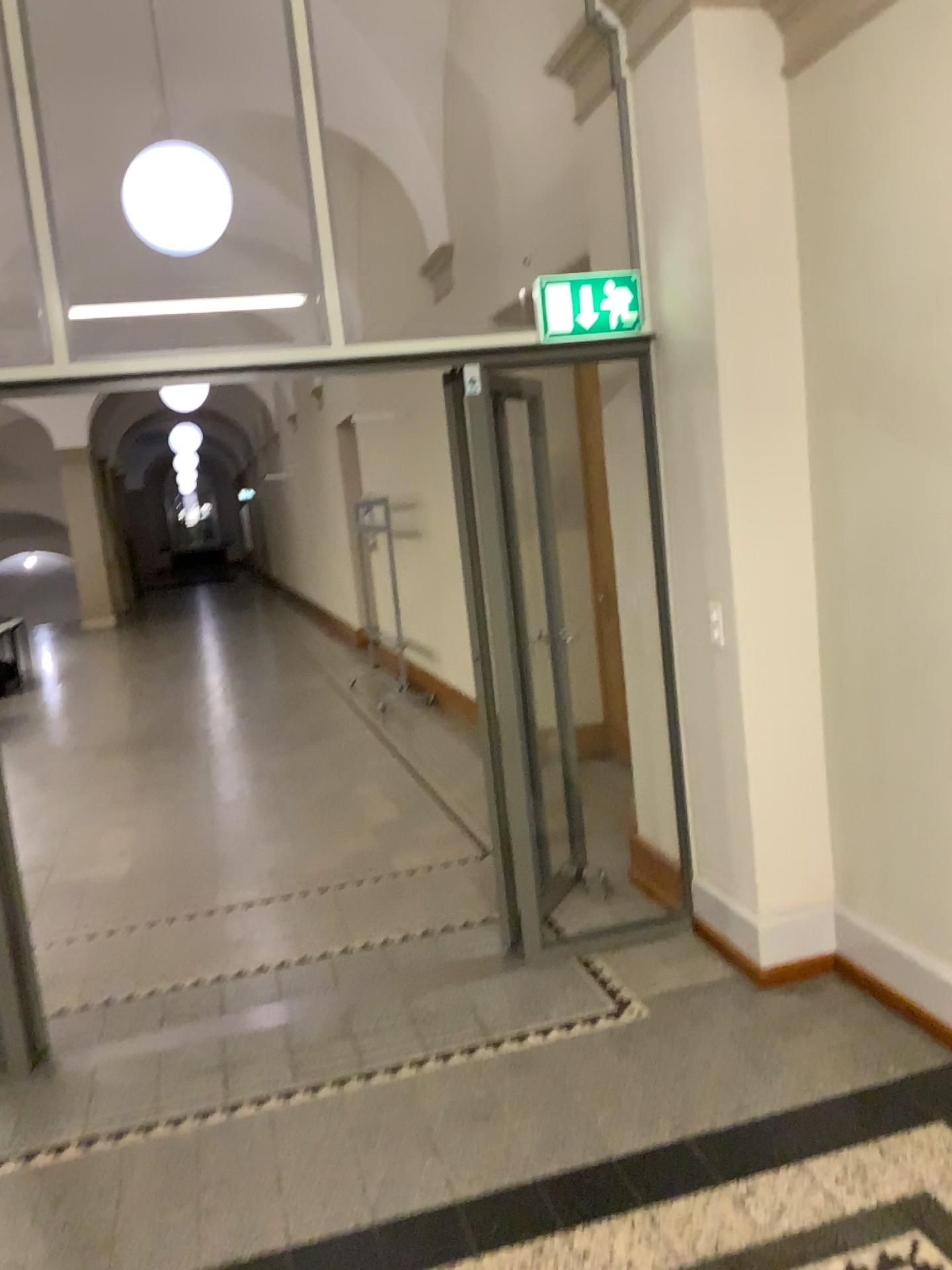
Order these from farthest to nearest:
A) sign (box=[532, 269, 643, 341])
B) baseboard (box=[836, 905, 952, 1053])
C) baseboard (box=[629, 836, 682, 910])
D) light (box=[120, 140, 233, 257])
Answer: light (box=[120, 140, 233, 257]) → baseboard (box=[629, 836, 682, 910]) → sign (box=[532, 269, 643, 341]) → baseboard (box=[836, 905, 952, 1053])

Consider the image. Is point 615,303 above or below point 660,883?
above

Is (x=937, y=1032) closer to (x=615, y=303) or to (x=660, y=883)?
(x=660, y=883)

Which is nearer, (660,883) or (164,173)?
(660,883)

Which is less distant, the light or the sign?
the sign

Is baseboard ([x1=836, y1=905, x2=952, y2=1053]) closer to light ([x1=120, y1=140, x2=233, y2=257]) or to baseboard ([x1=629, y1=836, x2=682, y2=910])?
baseboard ([x1=629, y1=836, x2=682, y2=910])

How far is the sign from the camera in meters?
3.6

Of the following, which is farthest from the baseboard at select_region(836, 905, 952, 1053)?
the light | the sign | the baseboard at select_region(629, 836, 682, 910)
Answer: the light

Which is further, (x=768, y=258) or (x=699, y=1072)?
(x=768, y=258)

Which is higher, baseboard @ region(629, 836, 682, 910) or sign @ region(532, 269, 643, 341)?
sign @ region(532, 269, 643, 341)
